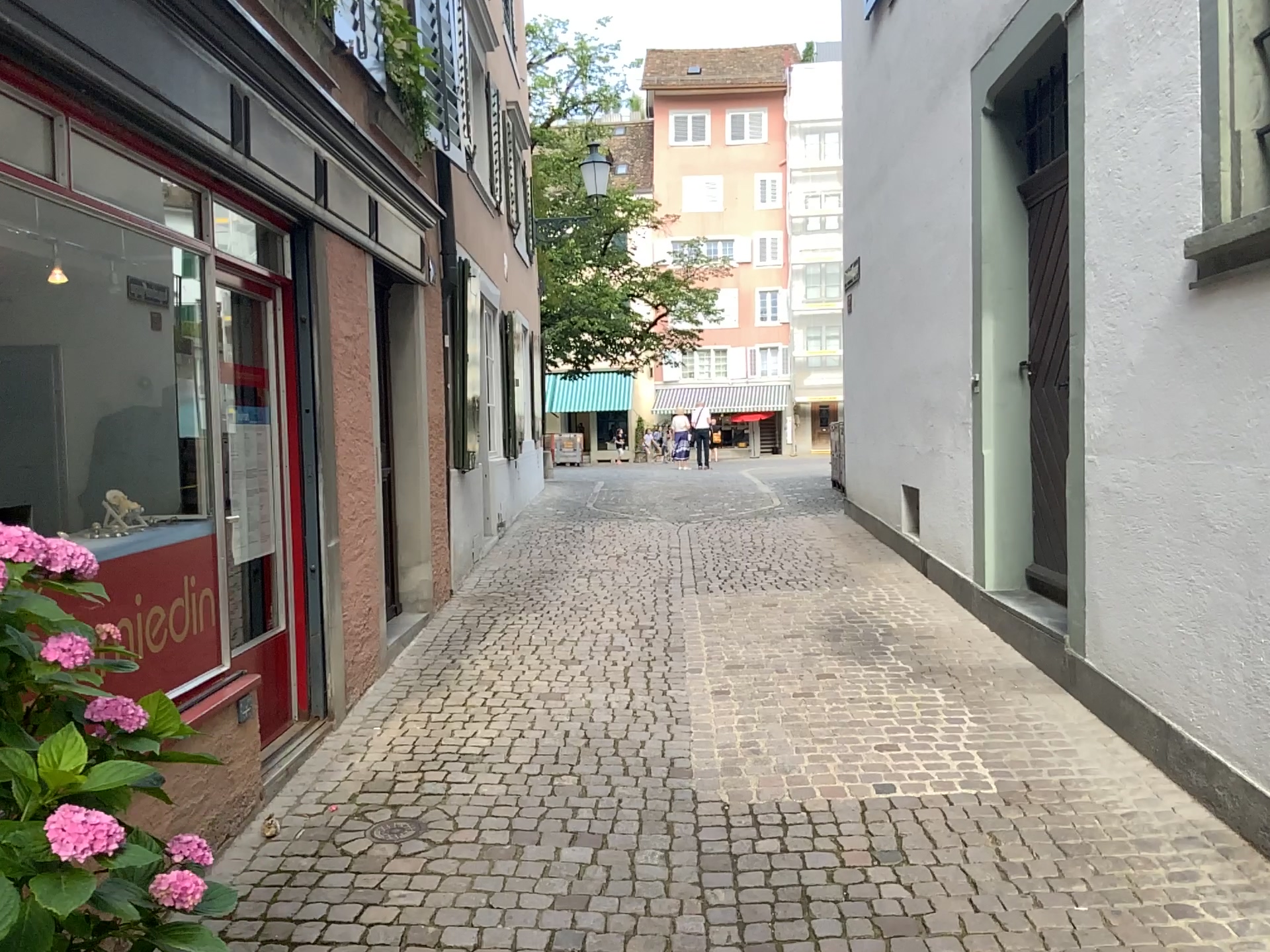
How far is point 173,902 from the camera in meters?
1.6 m

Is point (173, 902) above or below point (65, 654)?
below

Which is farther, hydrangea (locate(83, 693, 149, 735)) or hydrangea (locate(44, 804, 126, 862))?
hydrangea (locate(83, 693, 149, 735))

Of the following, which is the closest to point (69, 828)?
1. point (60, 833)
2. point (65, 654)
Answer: point (60, 833)

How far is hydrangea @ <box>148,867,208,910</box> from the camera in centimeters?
157cm

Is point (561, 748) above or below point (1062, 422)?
below

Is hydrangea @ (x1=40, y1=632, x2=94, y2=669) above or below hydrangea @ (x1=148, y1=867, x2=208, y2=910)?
above

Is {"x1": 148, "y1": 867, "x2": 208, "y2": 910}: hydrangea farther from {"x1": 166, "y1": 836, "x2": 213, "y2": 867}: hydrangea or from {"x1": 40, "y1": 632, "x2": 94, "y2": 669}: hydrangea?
{"x1": 40, "y1": 632, "x2": 94, "y2": 669}: hydrangea

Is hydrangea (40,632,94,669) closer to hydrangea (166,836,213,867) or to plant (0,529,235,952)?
plant (0,529,235,952)

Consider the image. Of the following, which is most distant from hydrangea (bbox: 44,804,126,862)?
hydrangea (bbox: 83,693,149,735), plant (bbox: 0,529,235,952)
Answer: hydrangea (bbox: 83,693,149,735)
